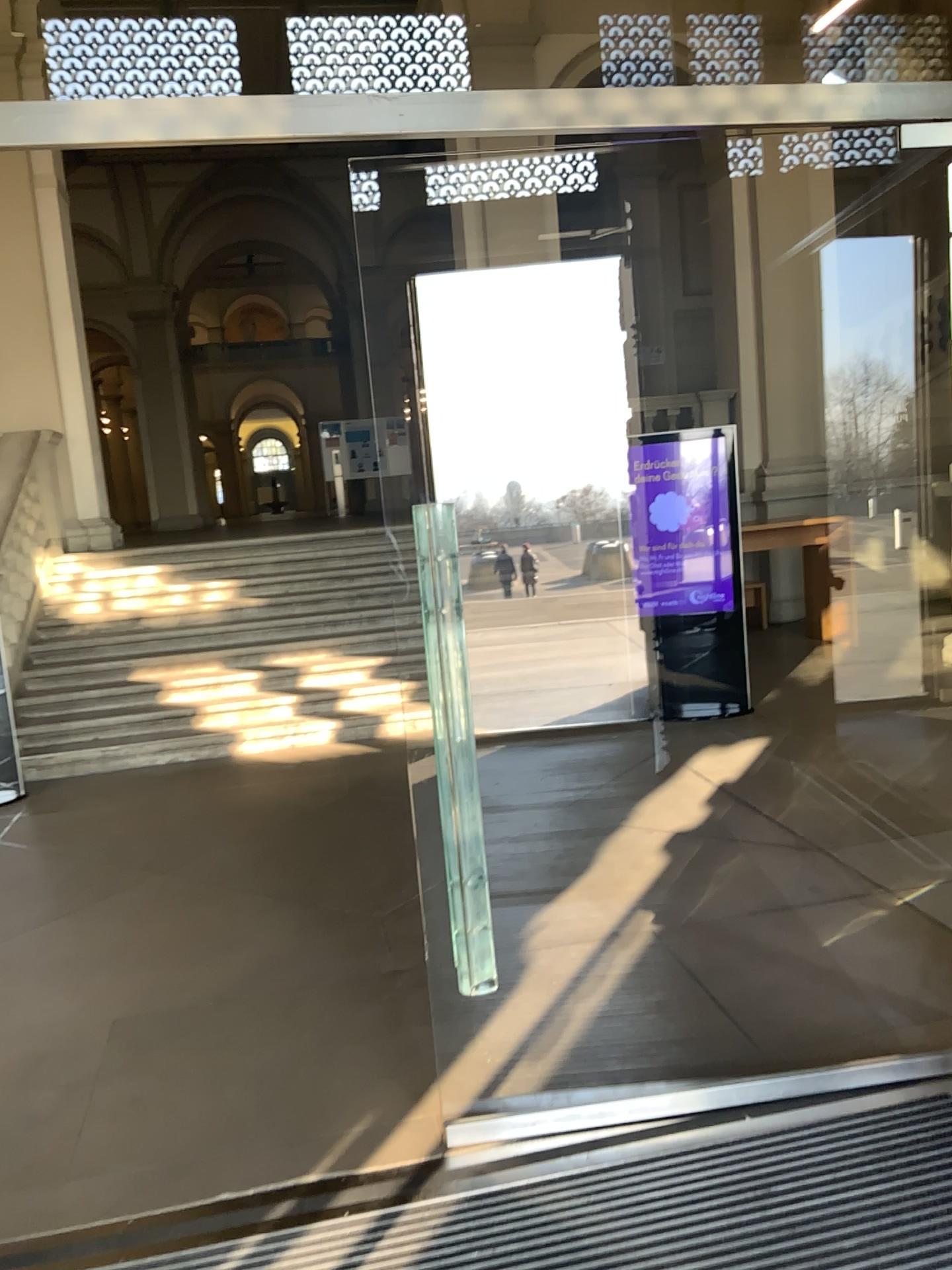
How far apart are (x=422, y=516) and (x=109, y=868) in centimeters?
306cm
